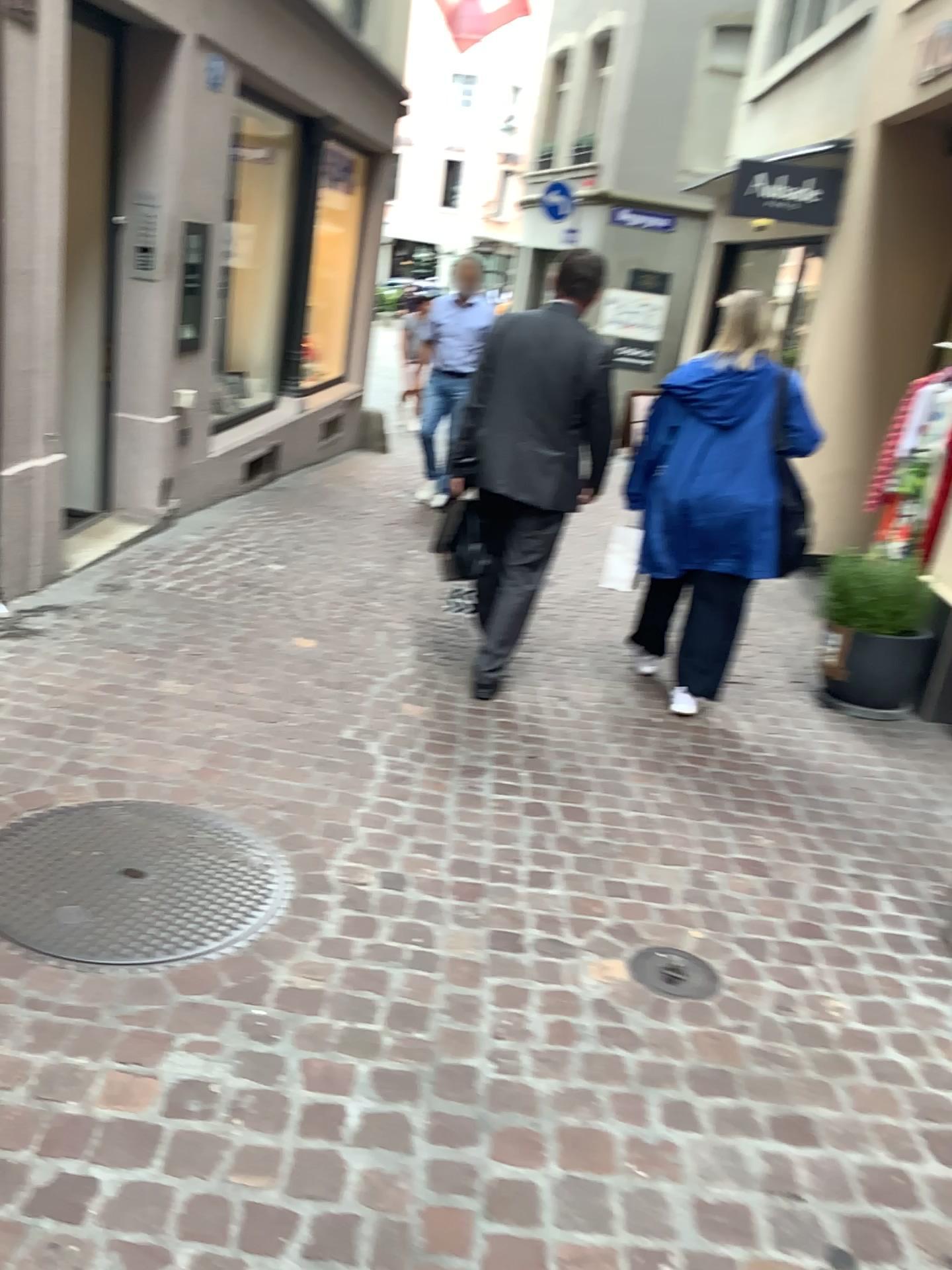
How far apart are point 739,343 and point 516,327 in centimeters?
81cm

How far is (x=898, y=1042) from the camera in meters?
2.2 m

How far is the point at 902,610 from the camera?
4.3 meters

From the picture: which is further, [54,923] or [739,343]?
[739,343]

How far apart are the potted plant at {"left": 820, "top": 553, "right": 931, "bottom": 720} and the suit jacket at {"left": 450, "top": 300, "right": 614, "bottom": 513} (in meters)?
1.34

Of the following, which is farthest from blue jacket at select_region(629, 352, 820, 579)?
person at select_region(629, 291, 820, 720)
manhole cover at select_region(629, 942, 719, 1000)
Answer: manhole cover at select_region(629, 942, 719, 1000)

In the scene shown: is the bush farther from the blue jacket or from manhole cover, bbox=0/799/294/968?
manhole cover, bbox=0/799/294/968

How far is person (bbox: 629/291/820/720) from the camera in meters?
3.8

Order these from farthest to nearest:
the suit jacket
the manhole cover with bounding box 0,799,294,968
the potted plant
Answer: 1. the potted plant
2. the suit jacket
3. the manhole cover with bounding box 0,799,294,968

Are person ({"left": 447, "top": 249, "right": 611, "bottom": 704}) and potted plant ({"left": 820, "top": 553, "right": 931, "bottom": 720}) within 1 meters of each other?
no
